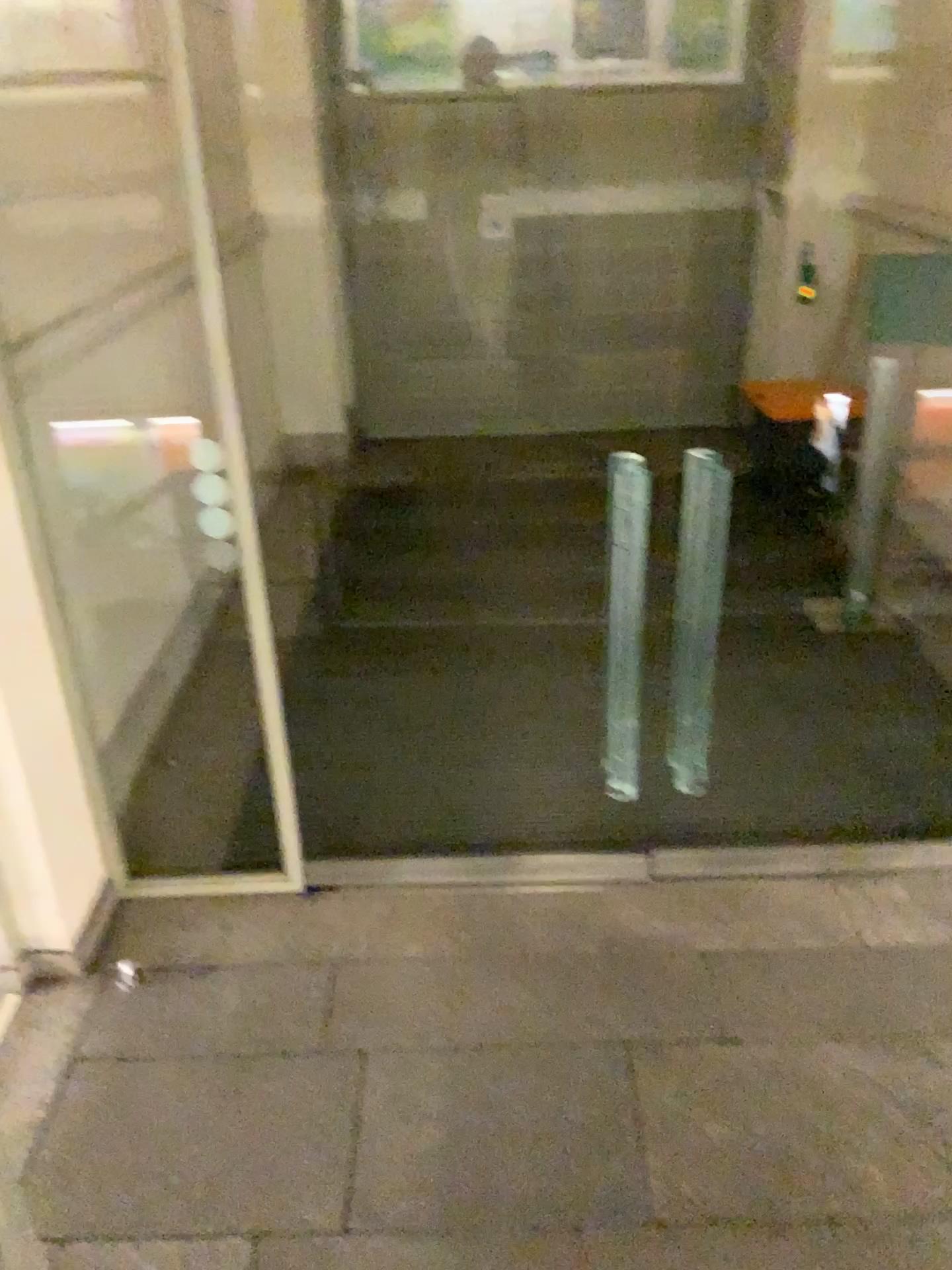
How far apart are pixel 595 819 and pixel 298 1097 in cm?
153
